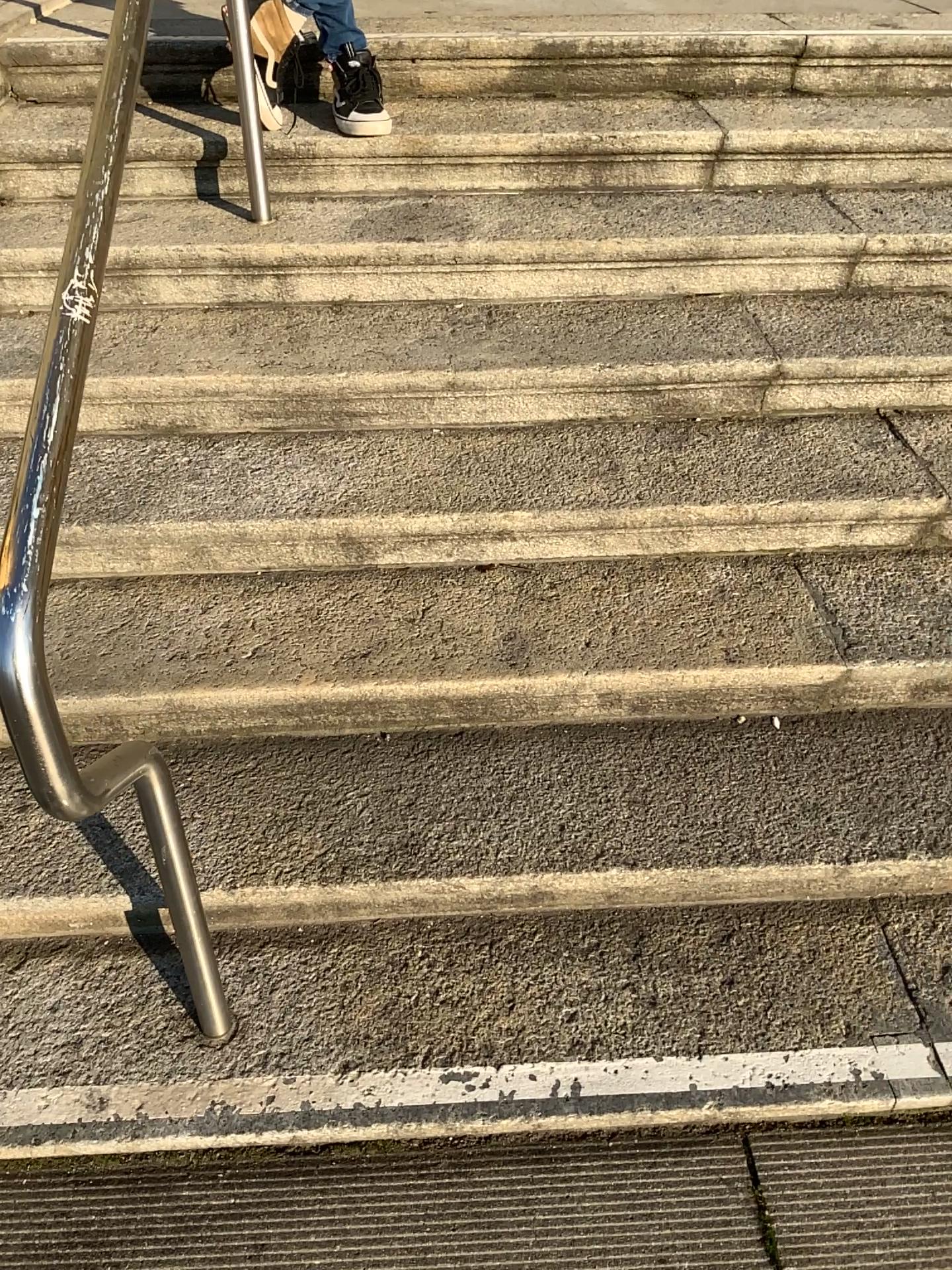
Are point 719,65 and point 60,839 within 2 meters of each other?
no

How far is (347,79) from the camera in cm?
240

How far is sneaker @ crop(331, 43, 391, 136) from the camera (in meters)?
2.40
